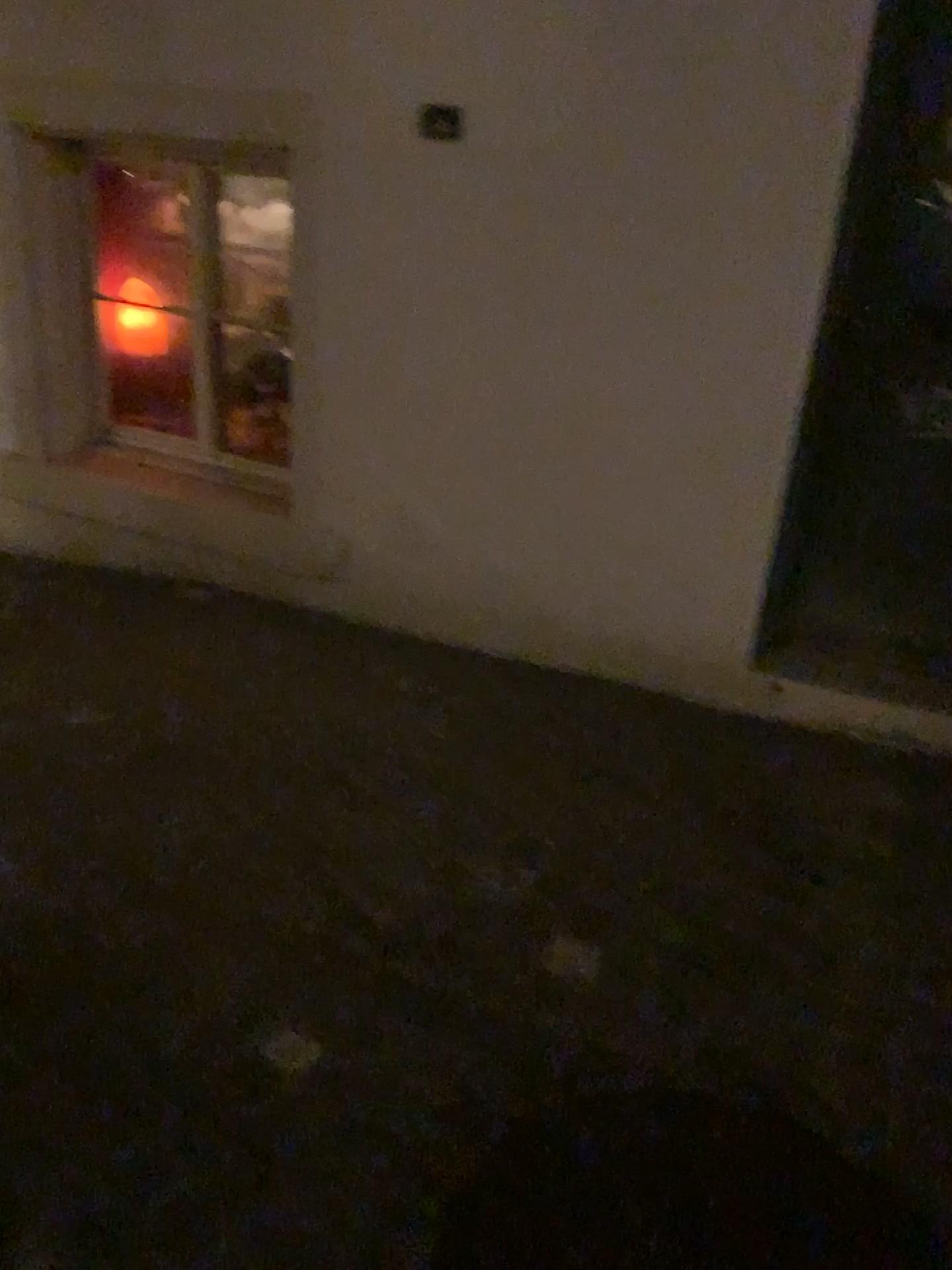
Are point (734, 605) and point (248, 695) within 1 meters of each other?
no
